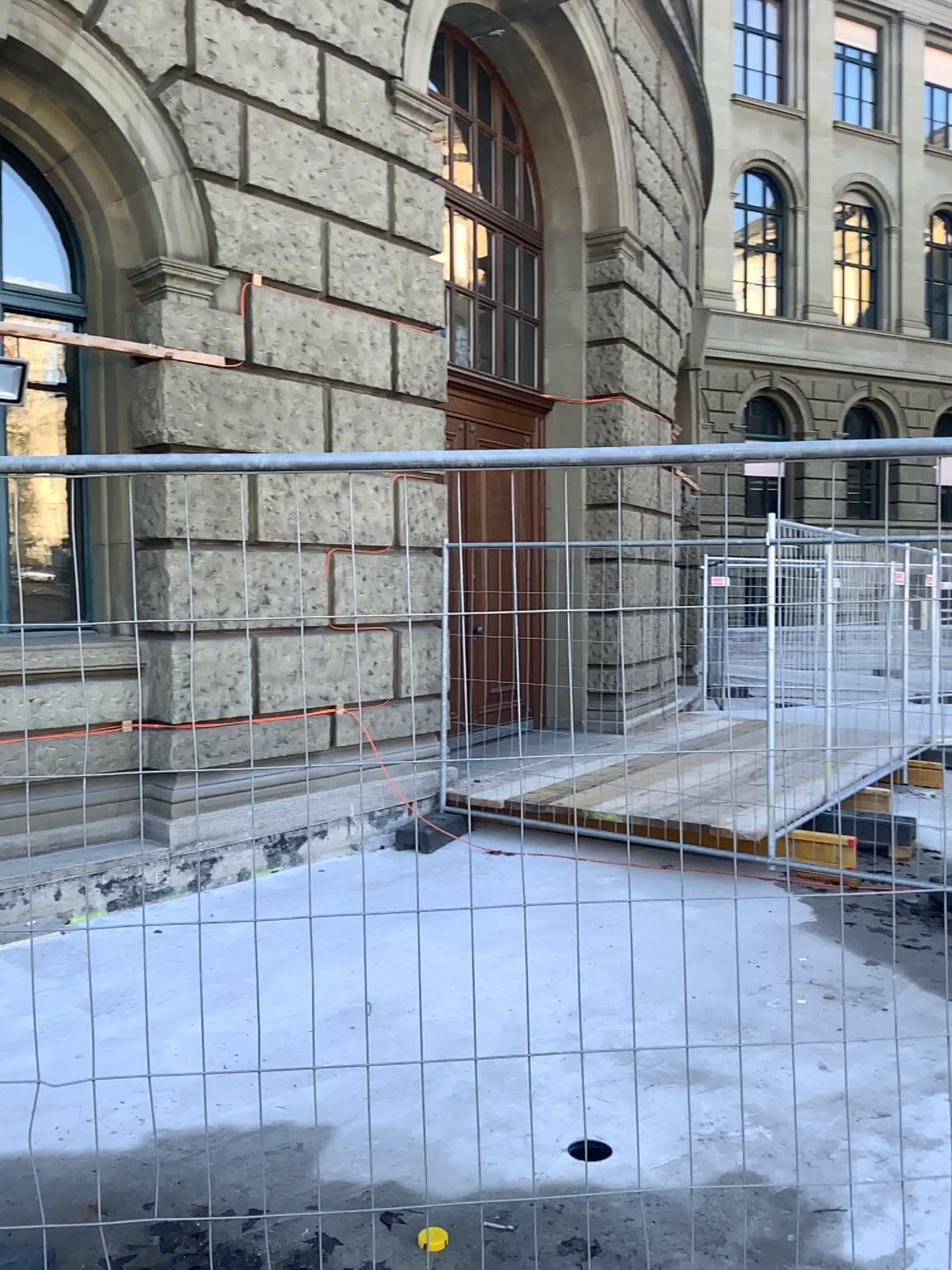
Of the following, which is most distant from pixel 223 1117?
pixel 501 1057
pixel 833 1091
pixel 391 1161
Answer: pixel 833 1091
